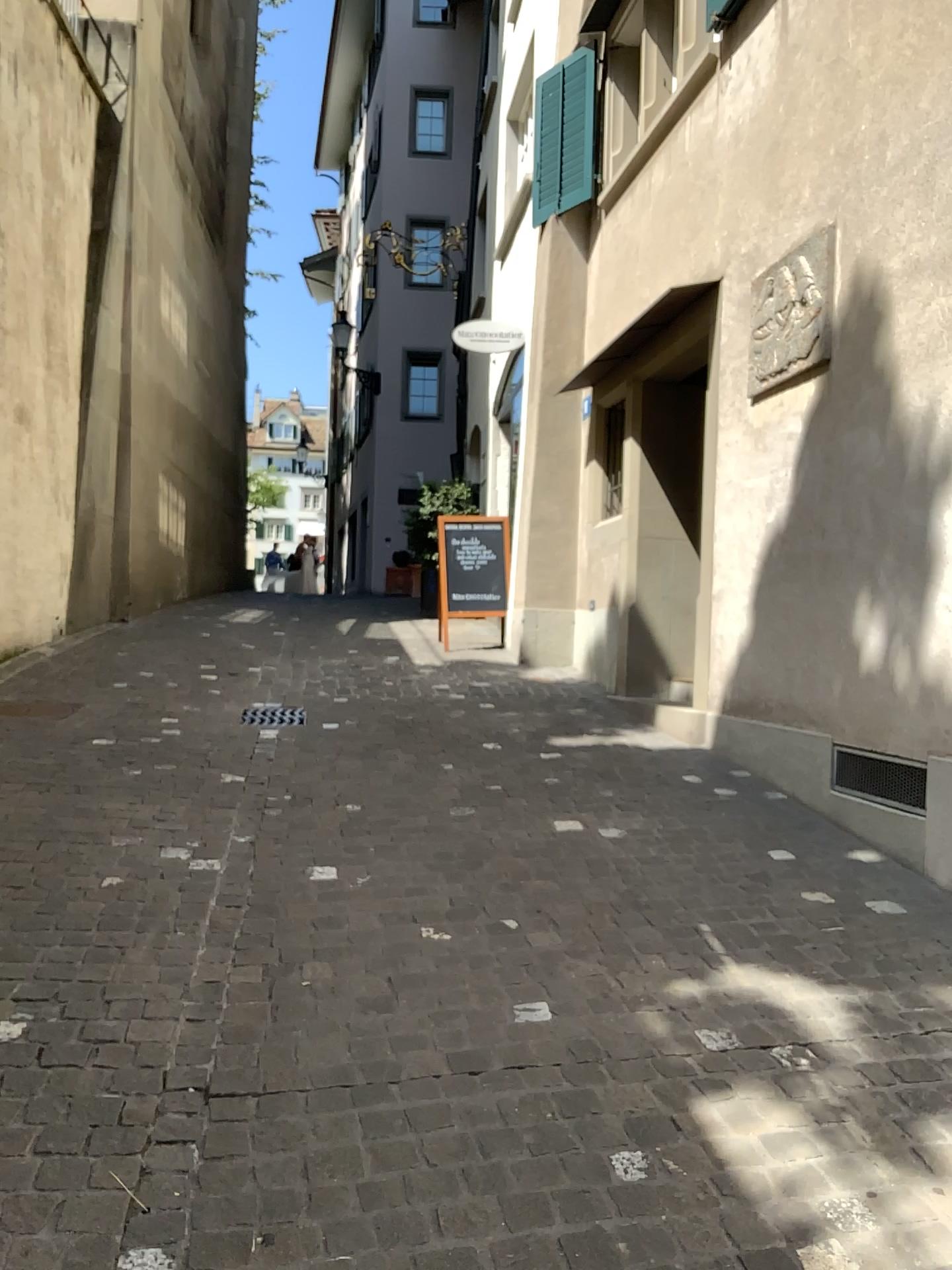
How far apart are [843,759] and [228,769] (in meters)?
2.70
